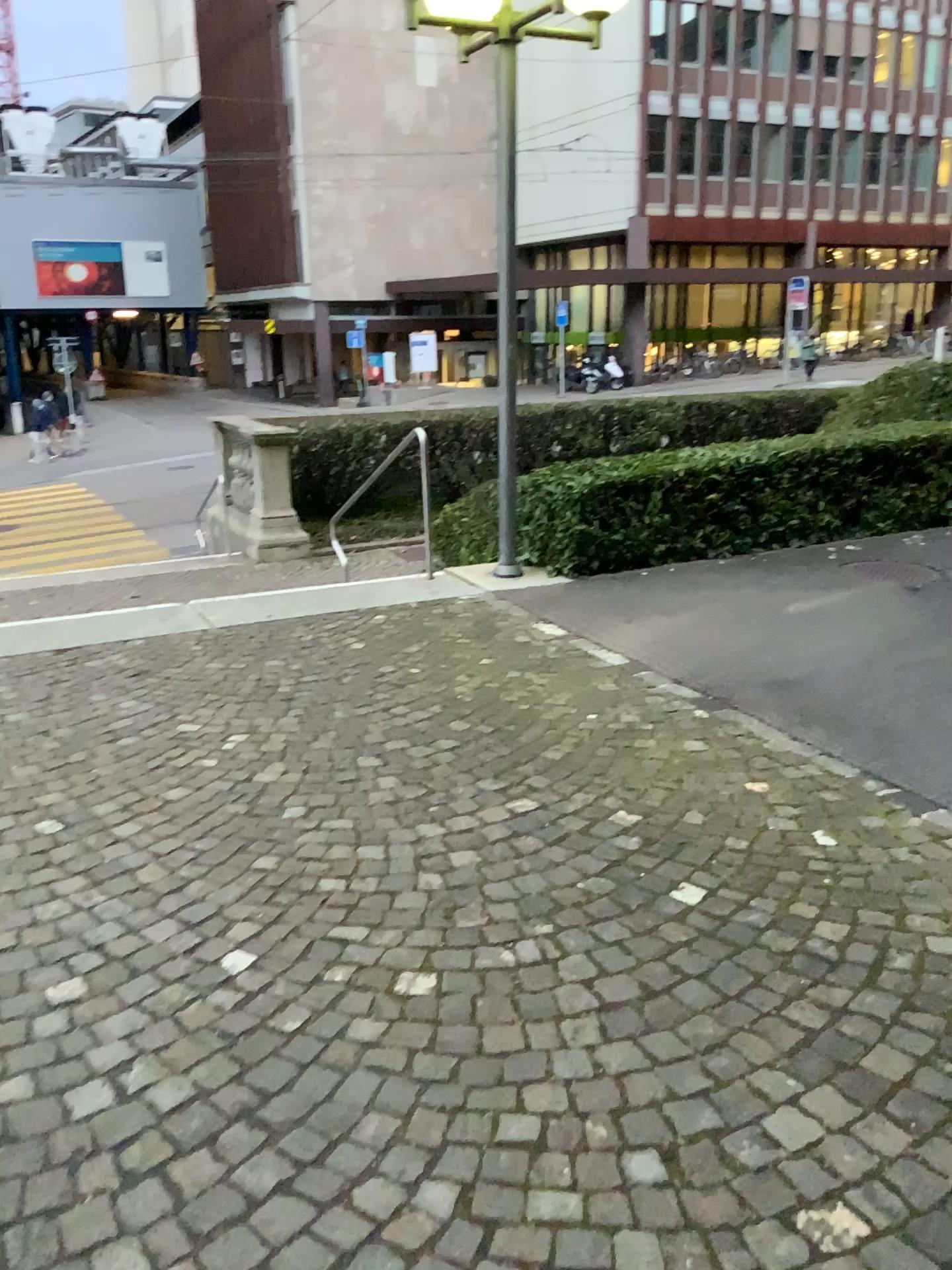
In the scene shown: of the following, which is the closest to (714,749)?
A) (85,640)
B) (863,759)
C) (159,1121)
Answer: (863,759)
